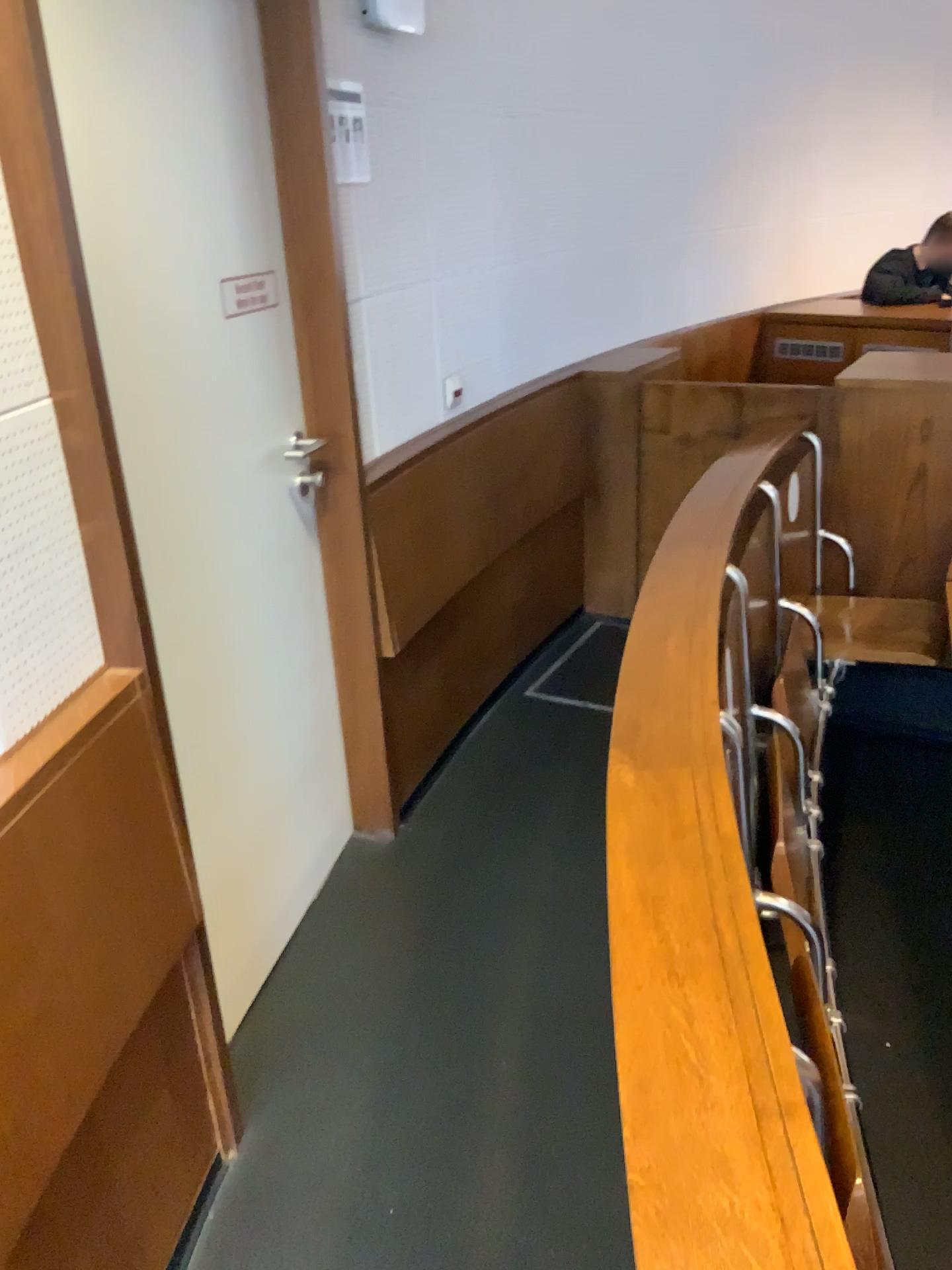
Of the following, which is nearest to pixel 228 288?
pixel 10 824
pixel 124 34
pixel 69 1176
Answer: → pixel 124 34

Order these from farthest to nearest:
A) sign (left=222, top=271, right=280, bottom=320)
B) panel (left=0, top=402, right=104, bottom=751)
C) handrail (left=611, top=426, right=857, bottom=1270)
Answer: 1. sign (left=222, top=271, right=280, bottom=320)
2. panel (left=0, top=402, right=104, bottom=751)
3. handrail (left=611, top=426, right=857, bottom=1270)

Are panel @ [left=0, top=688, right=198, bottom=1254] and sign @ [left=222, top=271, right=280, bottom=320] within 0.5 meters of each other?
no

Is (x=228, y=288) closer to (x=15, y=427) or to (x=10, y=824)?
(x=15, y=427)

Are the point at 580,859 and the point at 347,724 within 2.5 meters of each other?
yes

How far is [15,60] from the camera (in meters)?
1.18

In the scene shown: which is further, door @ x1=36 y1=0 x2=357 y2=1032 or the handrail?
door @ x1=36 y1=0 x2=357 y2=1032

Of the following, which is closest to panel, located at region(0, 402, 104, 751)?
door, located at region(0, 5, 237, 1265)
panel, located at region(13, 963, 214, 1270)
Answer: door, located at region(0, 5, 237, 1265)

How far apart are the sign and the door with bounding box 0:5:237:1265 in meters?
0.6

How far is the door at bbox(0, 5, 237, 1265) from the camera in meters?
1.2 m
